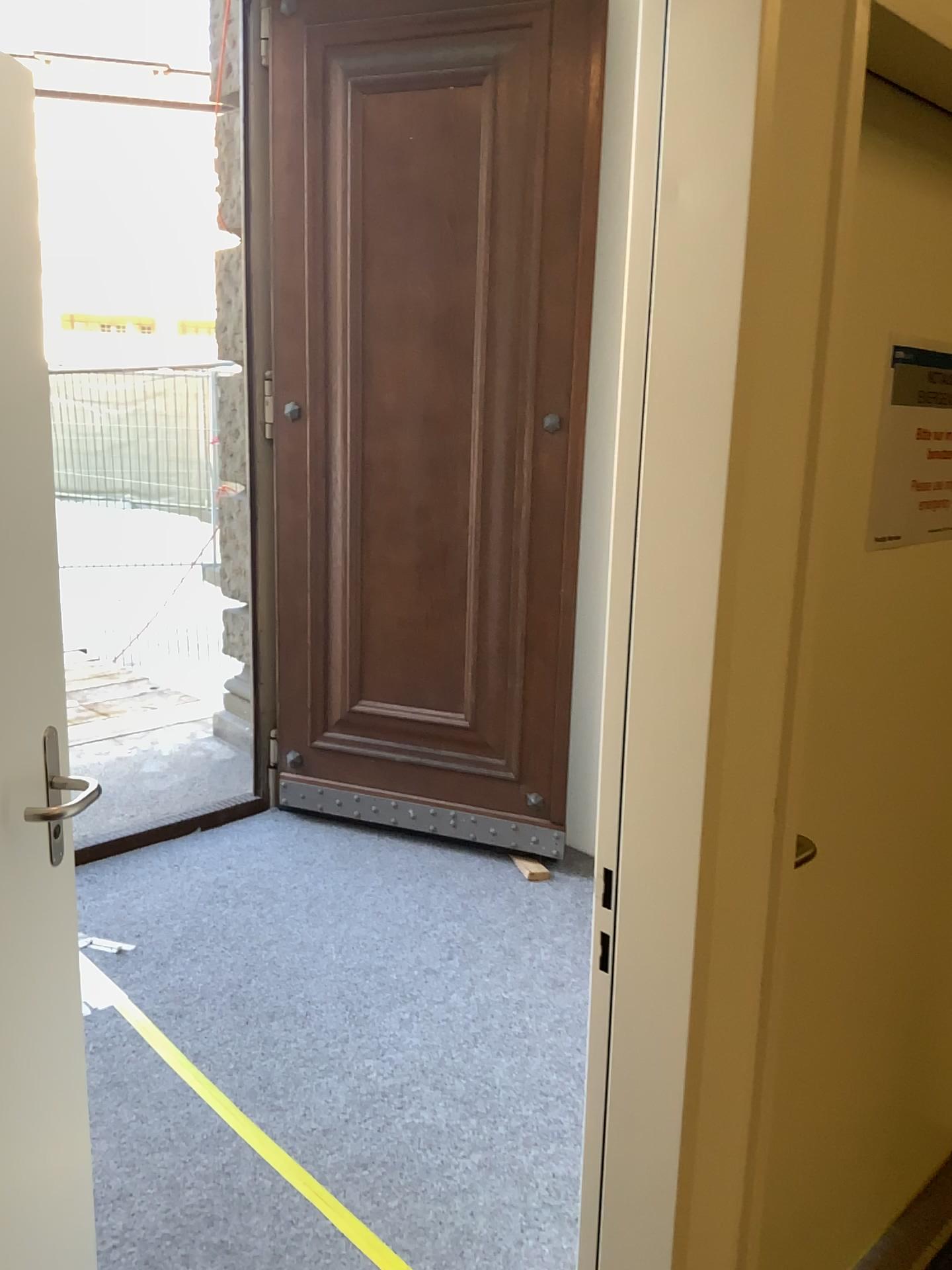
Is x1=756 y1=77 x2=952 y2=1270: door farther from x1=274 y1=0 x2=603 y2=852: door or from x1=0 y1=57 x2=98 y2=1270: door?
x1=274 y1=0 x2=603 y2=852: door

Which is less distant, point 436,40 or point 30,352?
point 30,352

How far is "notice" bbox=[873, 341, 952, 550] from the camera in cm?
148

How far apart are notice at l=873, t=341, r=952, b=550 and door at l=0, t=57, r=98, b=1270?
1.2 meters

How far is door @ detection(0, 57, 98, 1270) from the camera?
1.5m

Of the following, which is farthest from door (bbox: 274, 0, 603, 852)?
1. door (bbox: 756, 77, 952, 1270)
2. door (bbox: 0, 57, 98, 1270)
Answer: door (bbox: 0, 57, 98, 1270)

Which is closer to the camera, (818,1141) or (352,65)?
(818,1141)

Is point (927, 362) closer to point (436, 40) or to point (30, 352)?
point (30, 352)

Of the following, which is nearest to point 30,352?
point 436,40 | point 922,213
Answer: point 922,213

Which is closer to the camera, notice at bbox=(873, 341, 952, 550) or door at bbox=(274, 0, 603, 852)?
notice at bbox=(873, 341, 952, 550)
